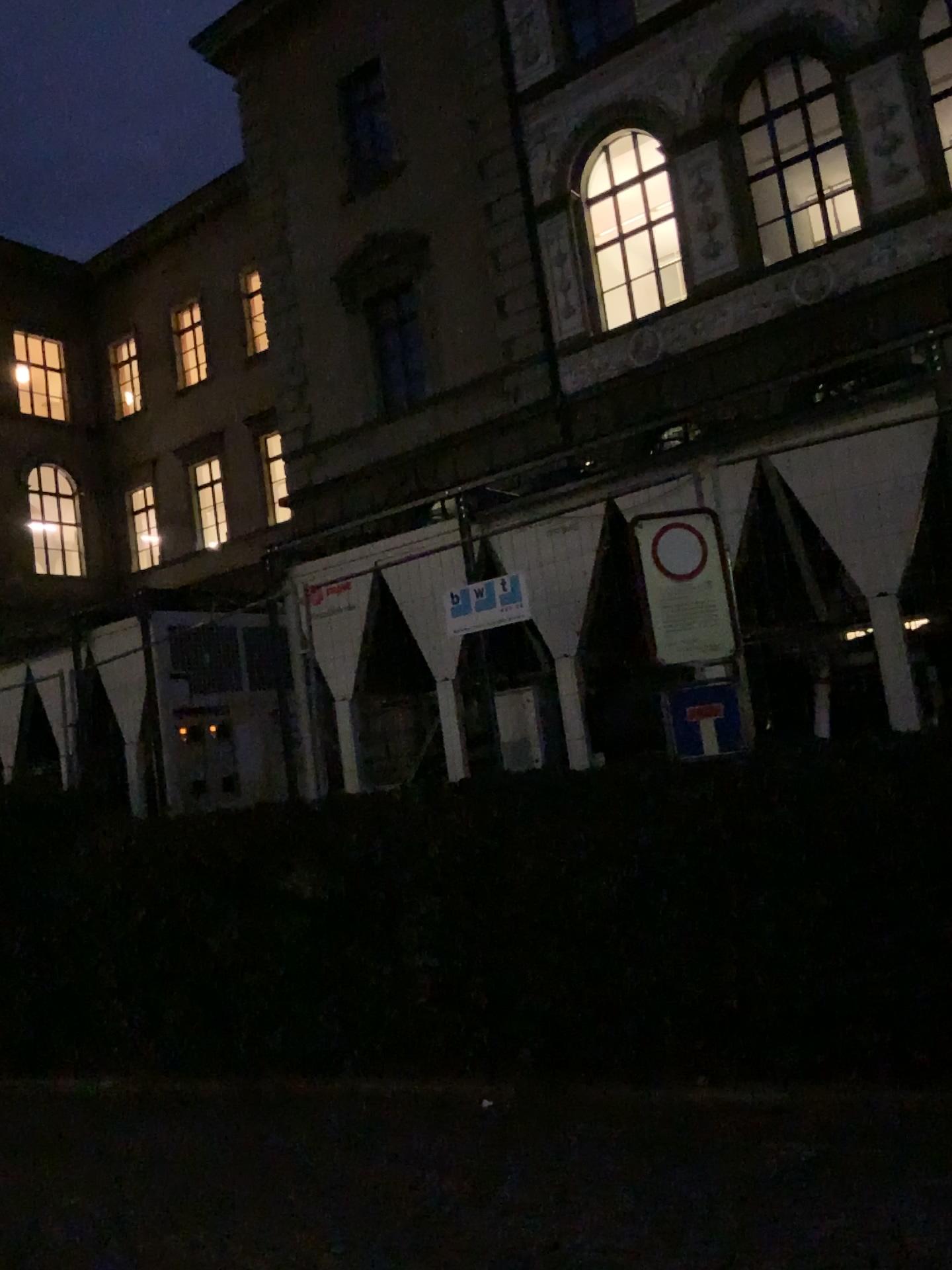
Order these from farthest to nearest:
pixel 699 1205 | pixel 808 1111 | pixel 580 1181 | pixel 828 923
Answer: pixel 828 923 < pixel 808 1111 < pixel 580 1181 < pixel 699 1205
